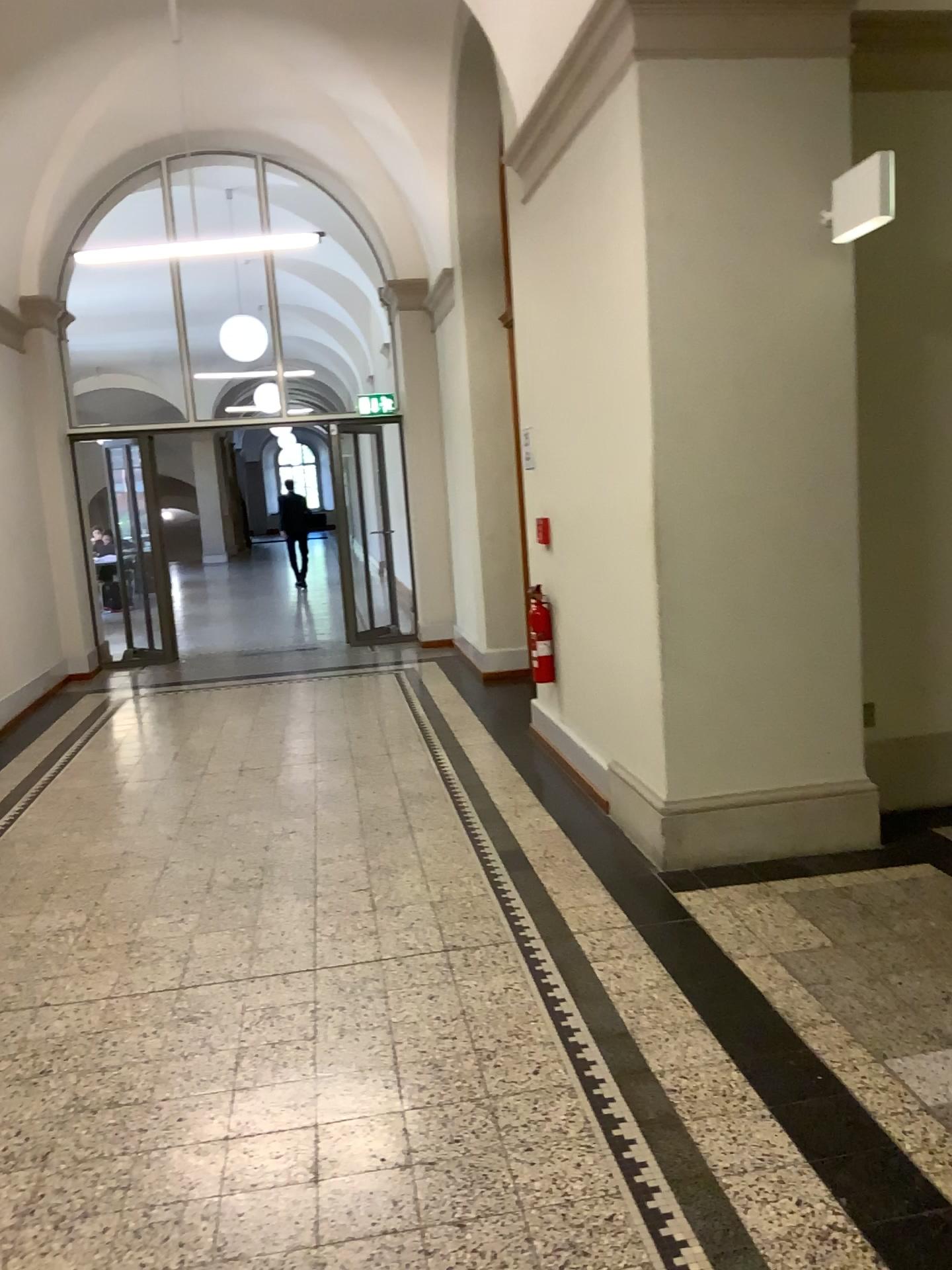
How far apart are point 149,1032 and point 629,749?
2.1 meters
